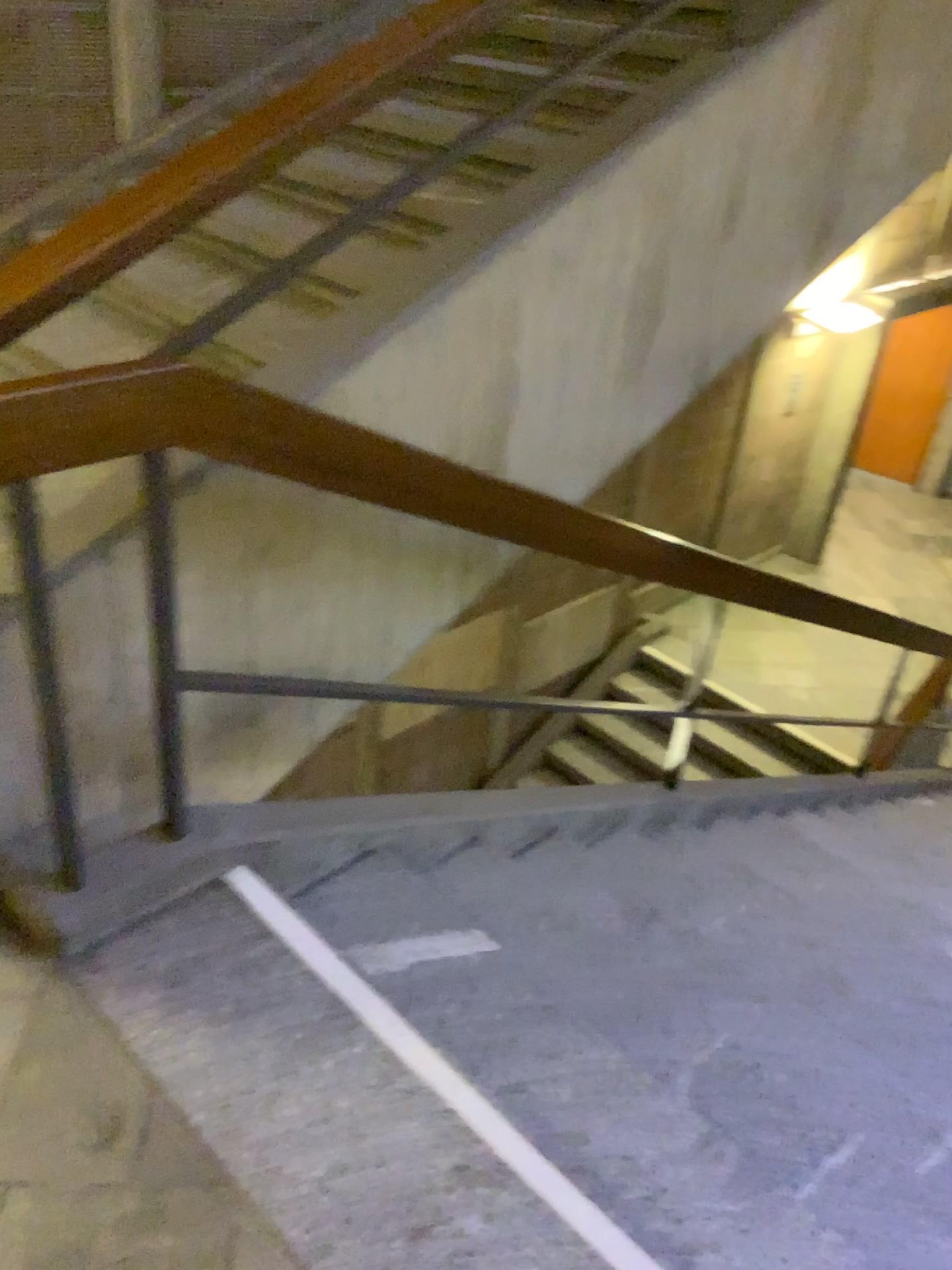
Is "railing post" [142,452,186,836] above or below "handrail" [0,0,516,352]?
below

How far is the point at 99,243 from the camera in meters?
1.5

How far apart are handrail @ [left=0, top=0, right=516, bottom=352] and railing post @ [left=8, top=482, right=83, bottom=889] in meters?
0.3 m

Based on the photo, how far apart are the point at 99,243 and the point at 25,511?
0.4m

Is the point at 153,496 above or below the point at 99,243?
below

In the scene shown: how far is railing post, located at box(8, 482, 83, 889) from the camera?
1.50m

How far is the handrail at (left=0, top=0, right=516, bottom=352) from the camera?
1.5 meters

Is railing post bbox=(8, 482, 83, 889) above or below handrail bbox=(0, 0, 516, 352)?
below

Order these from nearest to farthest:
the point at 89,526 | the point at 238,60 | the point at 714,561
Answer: the point at 89,526 < the point at 714,561 < the point at 238,60
